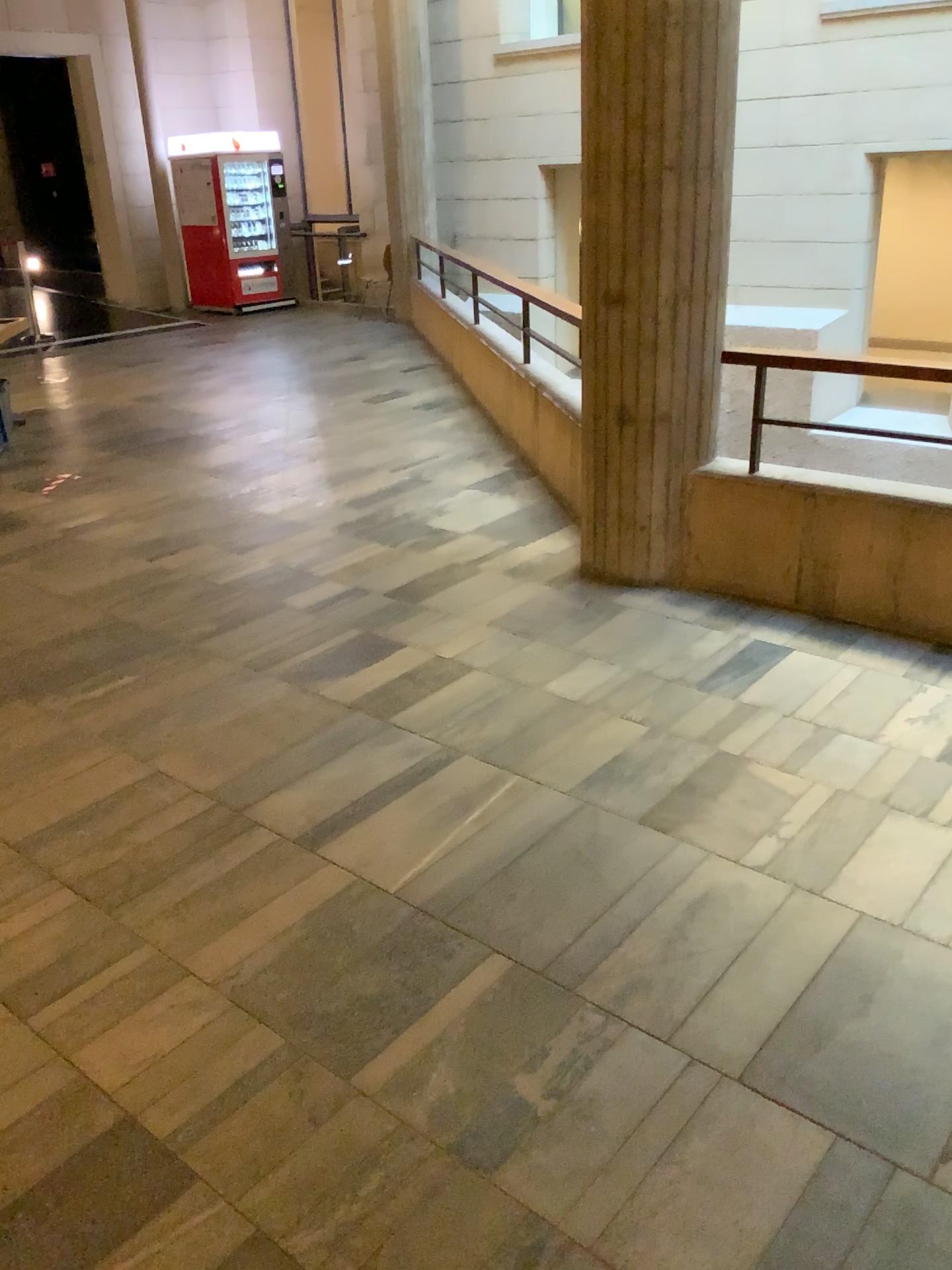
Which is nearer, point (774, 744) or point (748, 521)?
point (774, 744)
